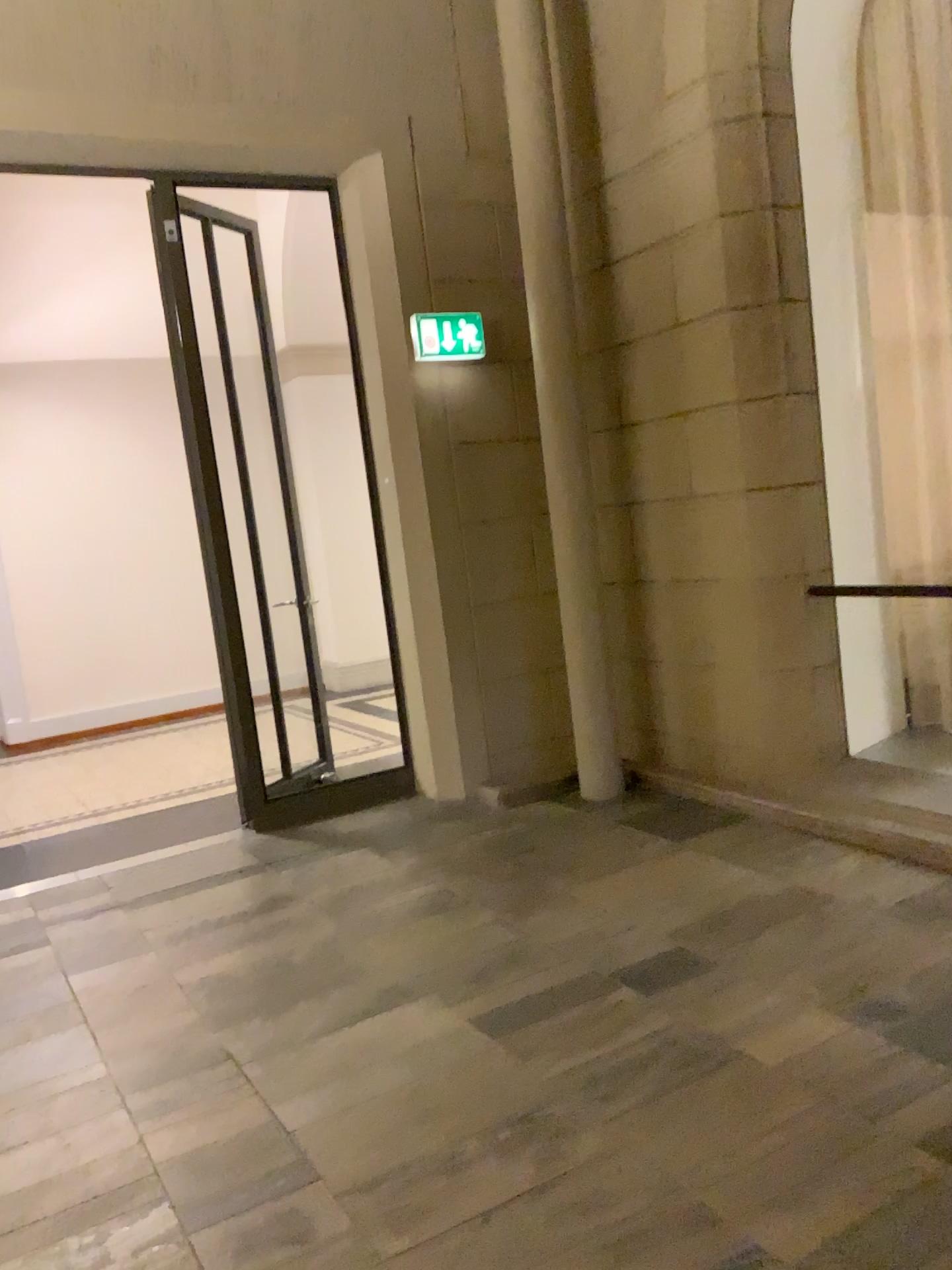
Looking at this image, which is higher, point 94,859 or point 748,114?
point 748,114
